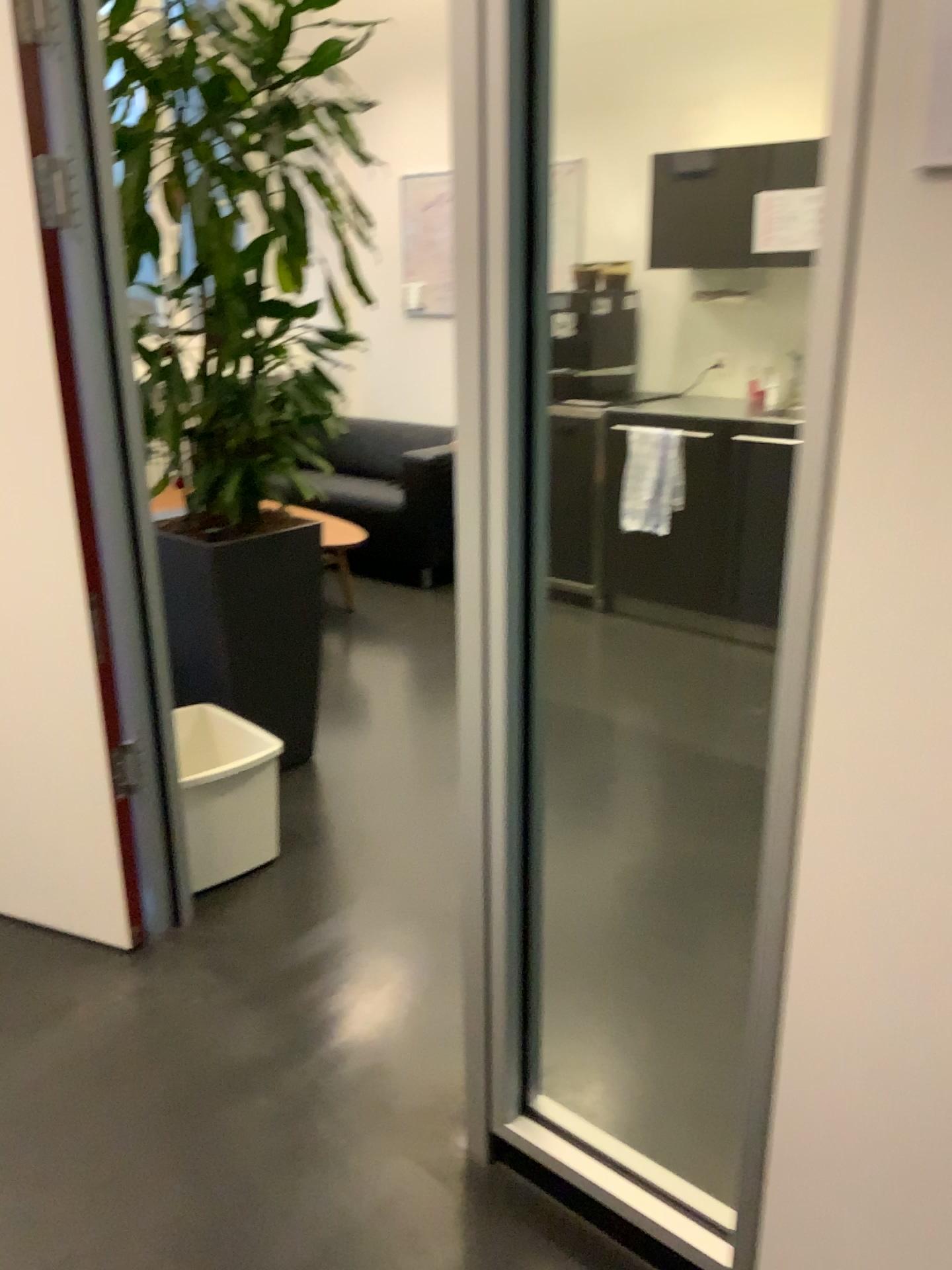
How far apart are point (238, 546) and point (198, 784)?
0.7 meters

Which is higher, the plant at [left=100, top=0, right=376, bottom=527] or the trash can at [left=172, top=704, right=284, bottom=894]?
the plant at [left=100, top=0, right=376, bottom=527]

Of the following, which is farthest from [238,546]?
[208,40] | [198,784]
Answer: [208,40]

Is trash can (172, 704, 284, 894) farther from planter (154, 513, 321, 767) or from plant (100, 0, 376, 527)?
plant (100, 0, 376, 527)

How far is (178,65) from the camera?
2.5 meters

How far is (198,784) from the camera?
2.48m

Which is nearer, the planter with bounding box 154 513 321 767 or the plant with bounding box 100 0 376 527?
the plant with bounding box 100 0 376 527

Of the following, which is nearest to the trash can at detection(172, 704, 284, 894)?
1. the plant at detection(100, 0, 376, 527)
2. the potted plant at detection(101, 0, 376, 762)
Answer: the potted plant at detection(101, 0, 376, 762)

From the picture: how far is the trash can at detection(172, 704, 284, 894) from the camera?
2.5m

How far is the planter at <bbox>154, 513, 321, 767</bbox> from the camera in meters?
2.9 m
